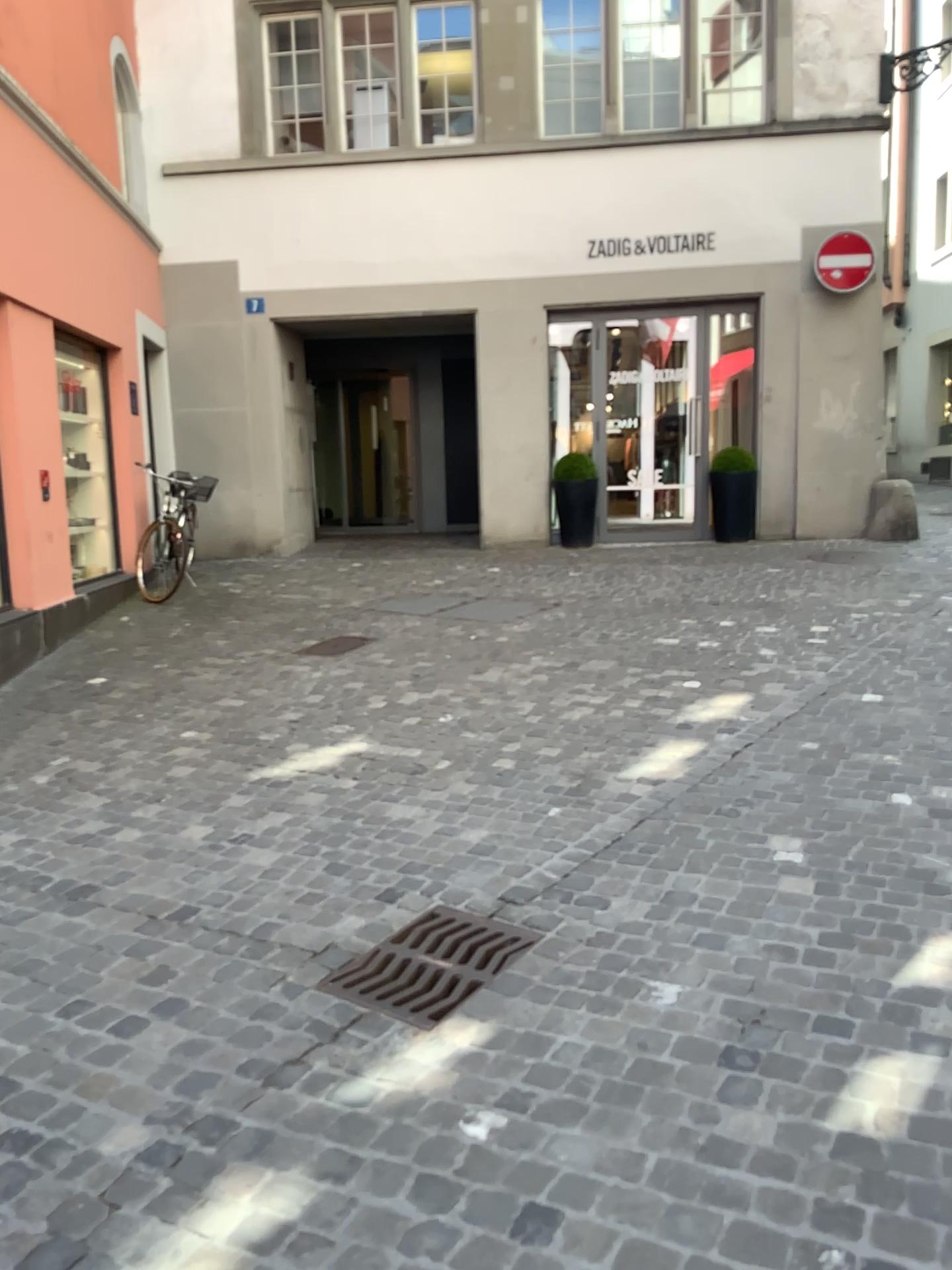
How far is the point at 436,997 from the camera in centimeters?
261cm

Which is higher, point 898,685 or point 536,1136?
point 898,685

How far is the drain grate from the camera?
2.6m
